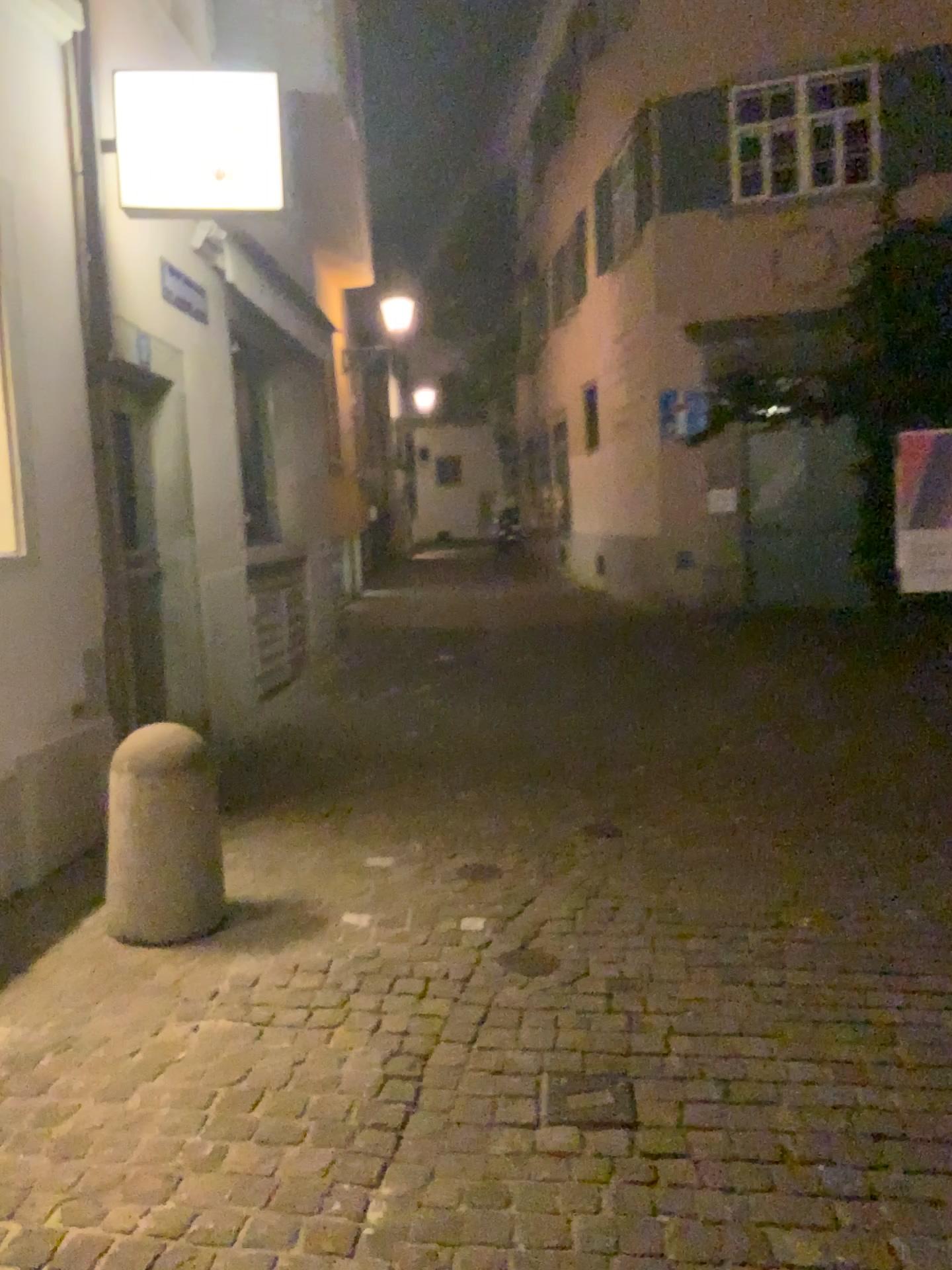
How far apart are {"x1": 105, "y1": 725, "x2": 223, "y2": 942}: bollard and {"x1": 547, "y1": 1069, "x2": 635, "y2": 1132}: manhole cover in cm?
141

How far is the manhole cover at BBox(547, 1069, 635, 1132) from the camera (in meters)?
2.54

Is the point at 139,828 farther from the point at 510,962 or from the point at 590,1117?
the point at 590,1117

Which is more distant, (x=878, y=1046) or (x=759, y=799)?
(x=759, y=799)

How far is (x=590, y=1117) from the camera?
2.54m

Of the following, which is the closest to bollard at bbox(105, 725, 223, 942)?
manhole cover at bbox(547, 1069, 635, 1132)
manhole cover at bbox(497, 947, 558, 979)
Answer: manhole cover at bbox(497, 947, 558, 979)

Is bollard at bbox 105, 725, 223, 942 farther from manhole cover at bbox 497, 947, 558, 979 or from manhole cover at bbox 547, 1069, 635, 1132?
manhole cover at bbox 547, 1069, 635, 1132

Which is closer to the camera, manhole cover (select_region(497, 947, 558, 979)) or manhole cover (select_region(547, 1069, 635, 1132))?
manhole cover (select_region(547, 1069, 635, 1132))

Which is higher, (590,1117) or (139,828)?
(139,828)
